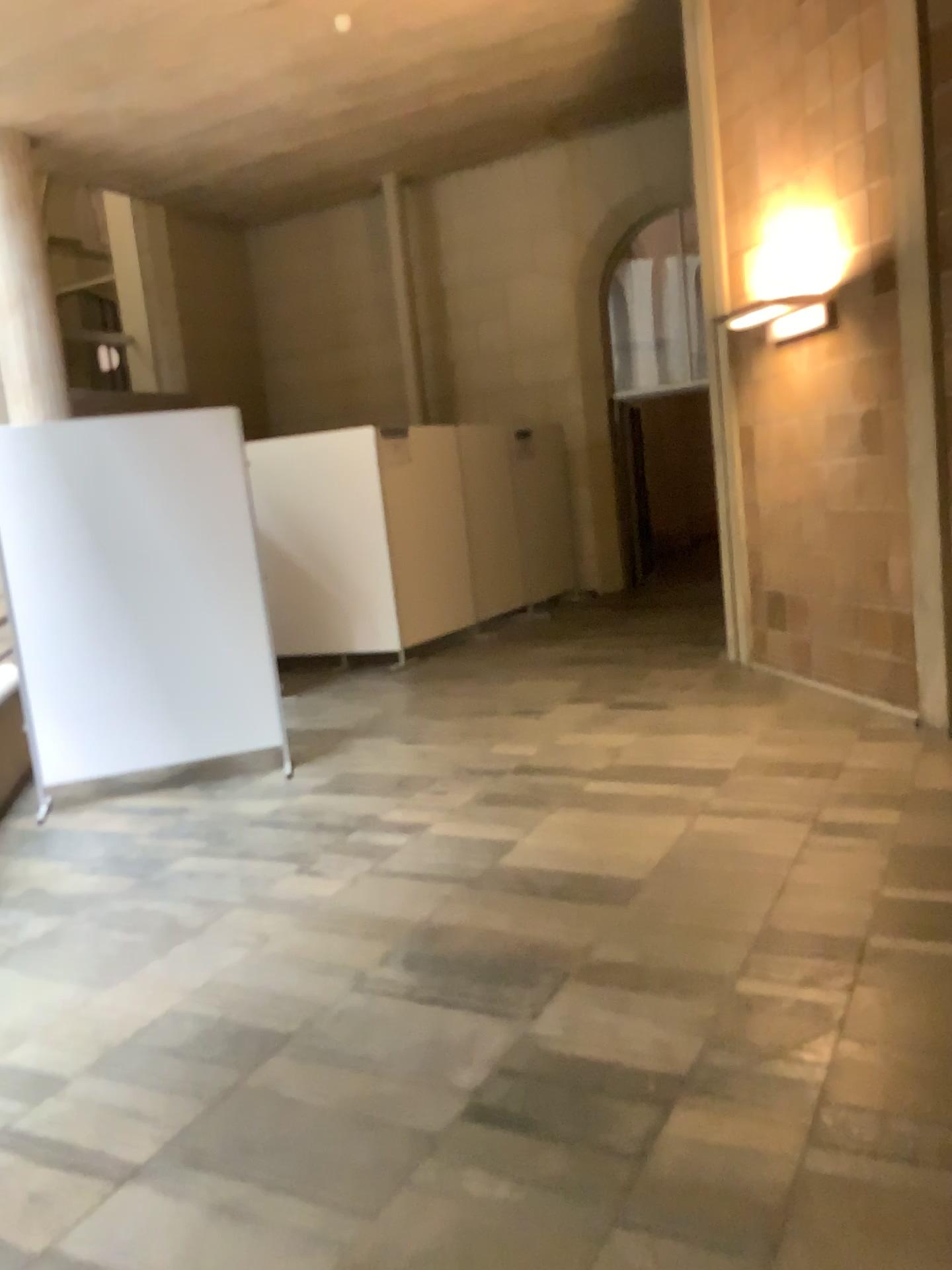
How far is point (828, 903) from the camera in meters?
3.3 m
